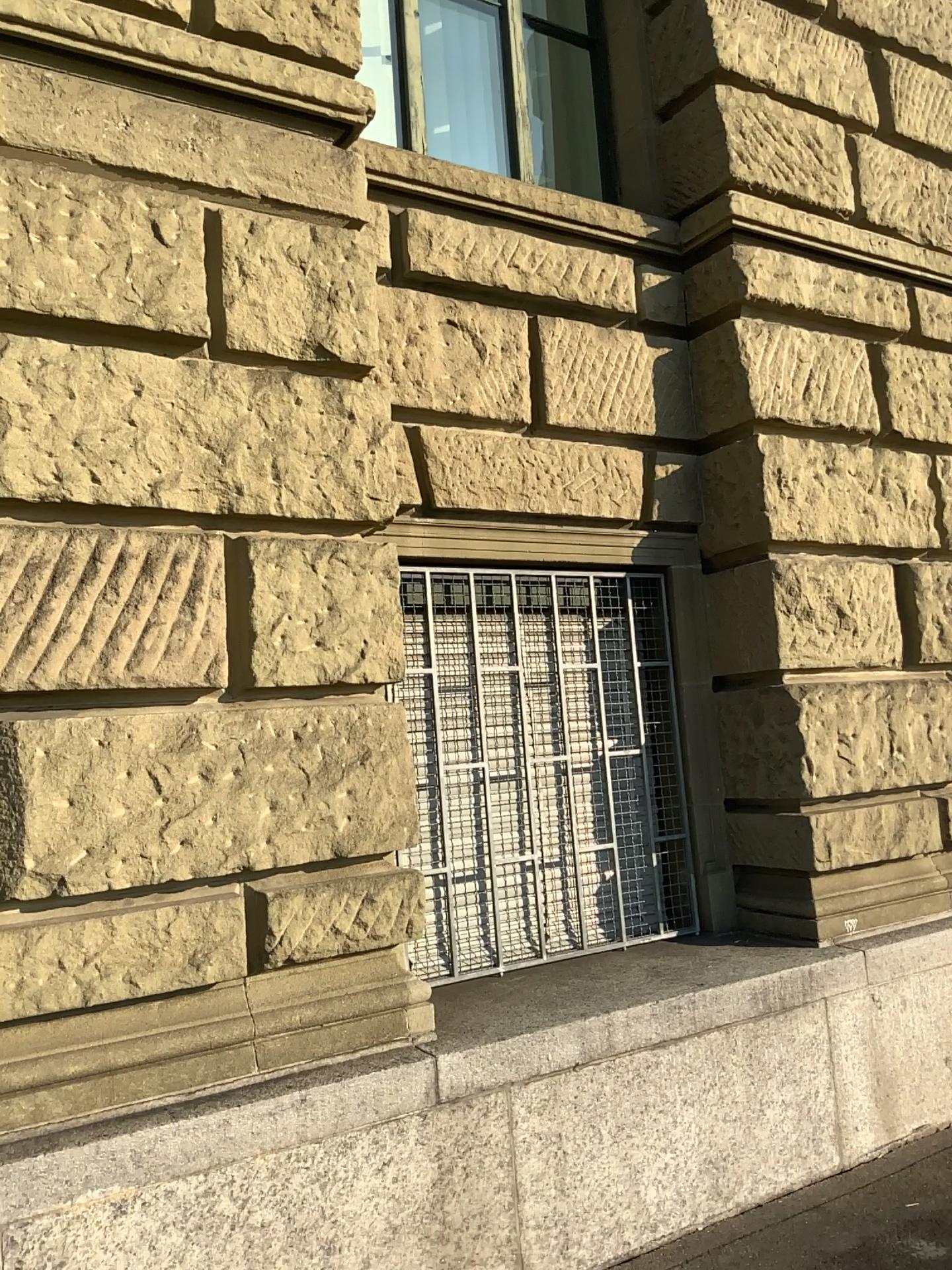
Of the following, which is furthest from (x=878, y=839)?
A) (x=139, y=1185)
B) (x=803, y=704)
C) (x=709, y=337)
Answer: (x=139, y=1185)
